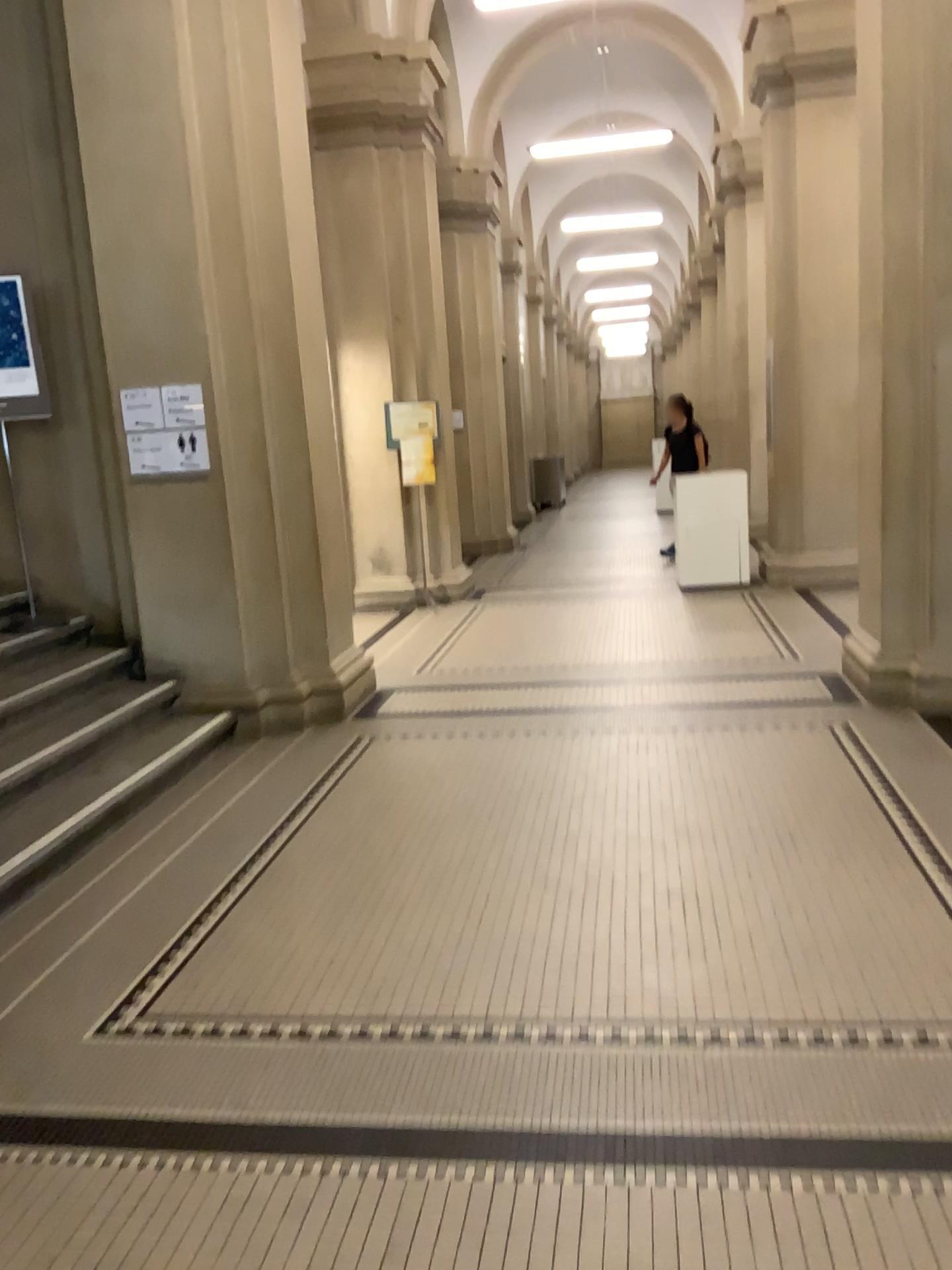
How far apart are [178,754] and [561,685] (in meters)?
2.15
